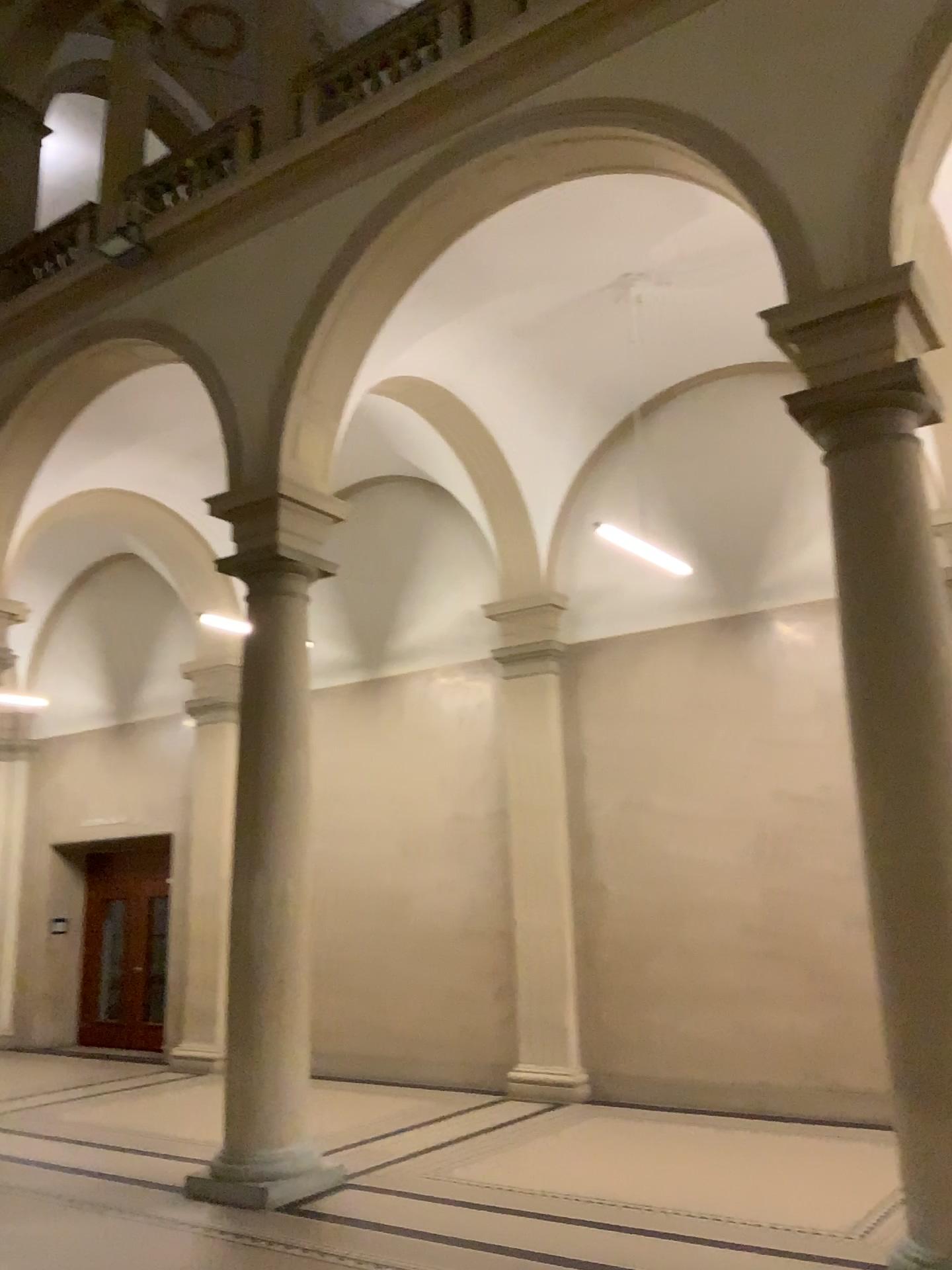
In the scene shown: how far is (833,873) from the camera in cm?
491
